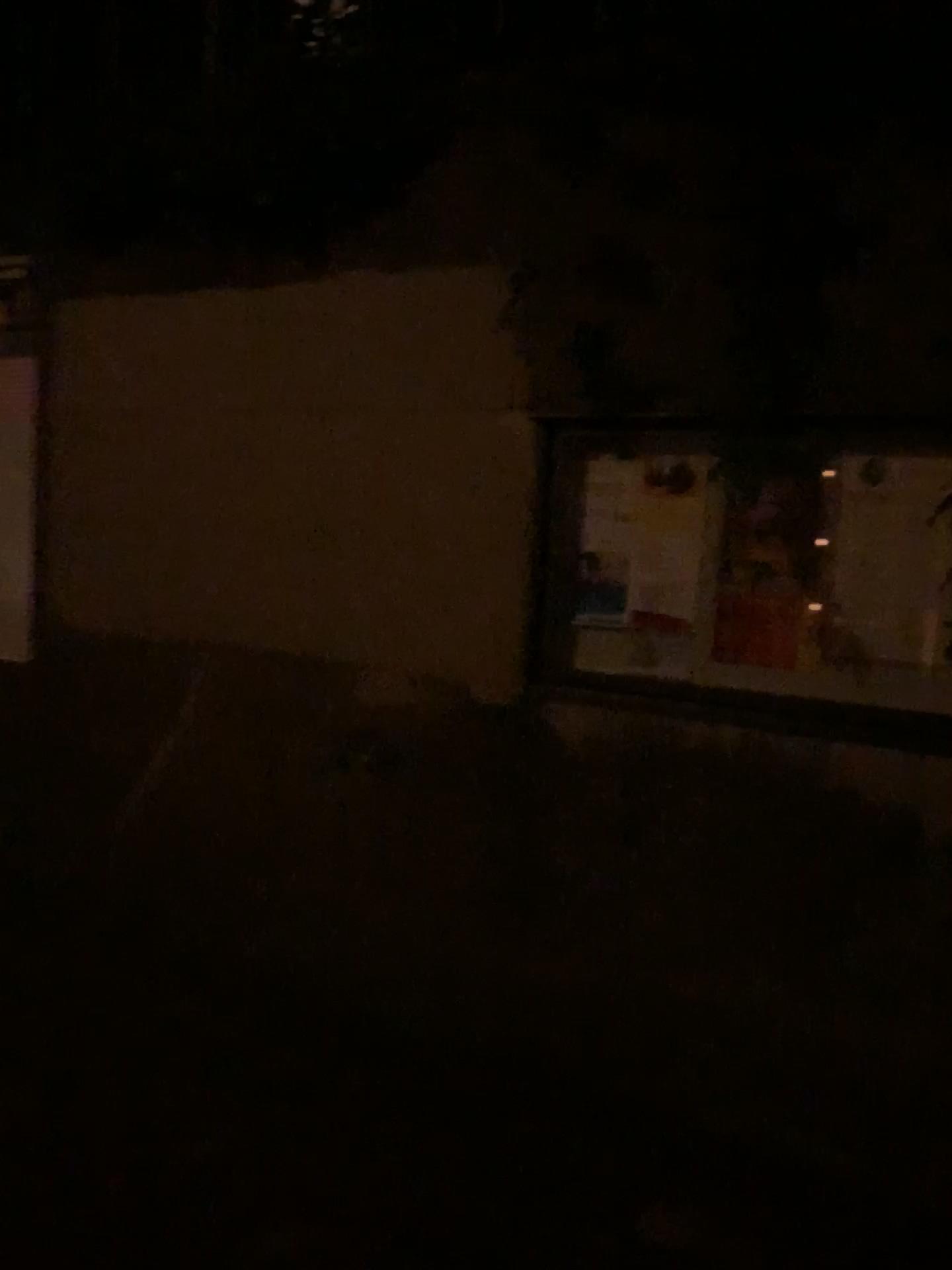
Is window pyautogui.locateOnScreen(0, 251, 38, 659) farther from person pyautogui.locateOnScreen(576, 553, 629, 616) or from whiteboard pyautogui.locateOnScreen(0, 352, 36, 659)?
person pyautogui.locateOnScreen(576, 553, 629, 616)

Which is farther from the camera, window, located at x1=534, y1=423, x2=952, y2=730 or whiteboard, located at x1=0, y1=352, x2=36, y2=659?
whiteboard, located at x1=0, y1=352, x2=36, y2=659

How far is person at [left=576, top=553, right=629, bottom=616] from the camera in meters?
2.4

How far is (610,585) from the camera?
2.4m

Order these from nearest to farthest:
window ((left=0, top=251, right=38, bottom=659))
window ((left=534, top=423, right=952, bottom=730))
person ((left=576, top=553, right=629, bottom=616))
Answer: window ((left=534, top=423, right=952, bottom=730)), person ((left=576, top=553, right=629, bottom=616)), window ((left=0, top=251, right=38, bottom=659))

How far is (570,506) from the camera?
2.4 meters

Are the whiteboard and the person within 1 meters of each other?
no

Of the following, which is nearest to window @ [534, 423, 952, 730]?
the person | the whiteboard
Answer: the person

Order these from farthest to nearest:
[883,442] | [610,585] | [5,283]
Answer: [5,283] < [610,585] < [883,442]

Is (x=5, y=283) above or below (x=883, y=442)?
above
